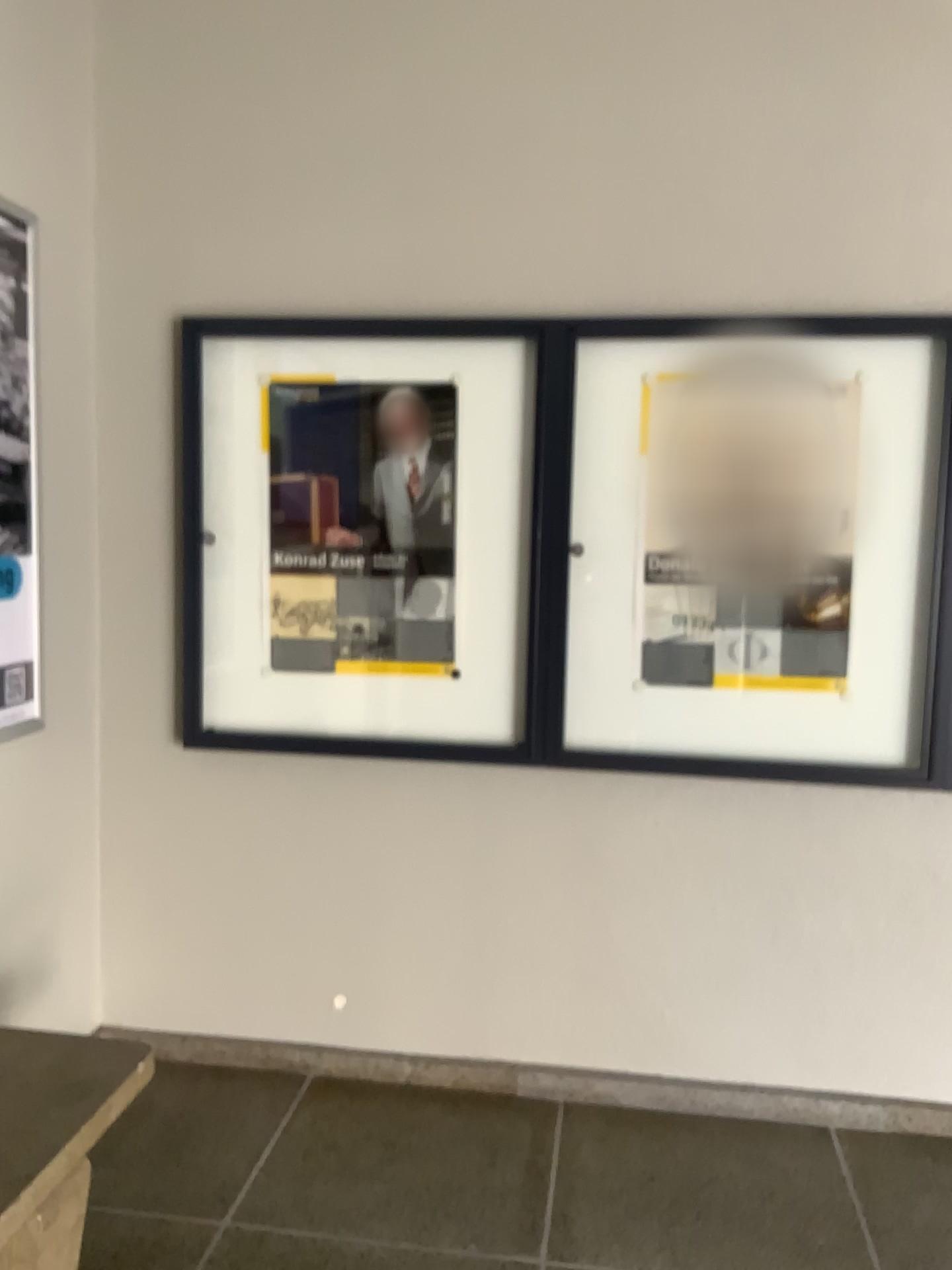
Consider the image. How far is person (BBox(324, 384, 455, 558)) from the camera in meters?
2.7

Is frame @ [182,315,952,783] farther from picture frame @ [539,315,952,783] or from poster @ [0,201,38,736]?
poster @ [0,201,38,736]

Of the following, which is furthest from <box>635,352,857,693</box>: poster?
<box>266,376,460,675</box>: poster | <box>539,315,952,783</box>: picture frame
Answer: <box>266,376,460,675</box>: poster

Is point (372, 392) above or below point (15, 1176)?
above

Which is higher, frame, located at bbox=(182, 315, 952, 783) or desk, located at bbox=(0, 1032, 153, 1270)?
frame, located at bbox=(182, 315, 952, 783)

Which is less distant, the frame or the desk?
the desk

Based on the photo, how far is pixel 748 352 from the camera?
2.6m

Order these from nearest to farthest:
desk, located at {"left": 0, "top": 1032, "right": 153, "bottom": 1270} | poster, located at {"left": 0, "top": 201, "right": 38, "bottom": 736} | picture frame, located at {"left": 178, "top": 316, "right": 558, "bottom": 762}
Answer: desk, located at {"left": 0, "top": 1032, "right": 153, "bottom": 1270} < poster, located at {"left": 0, "top": 201, "right": 38, "bottom": 736} < picture frame, located at {"left": 178, "top": 316, "right": 558, "bottom": 762}

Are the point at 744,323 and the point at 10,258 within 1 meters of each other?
no

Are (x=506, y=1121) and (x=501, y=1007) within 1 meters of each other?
yes
